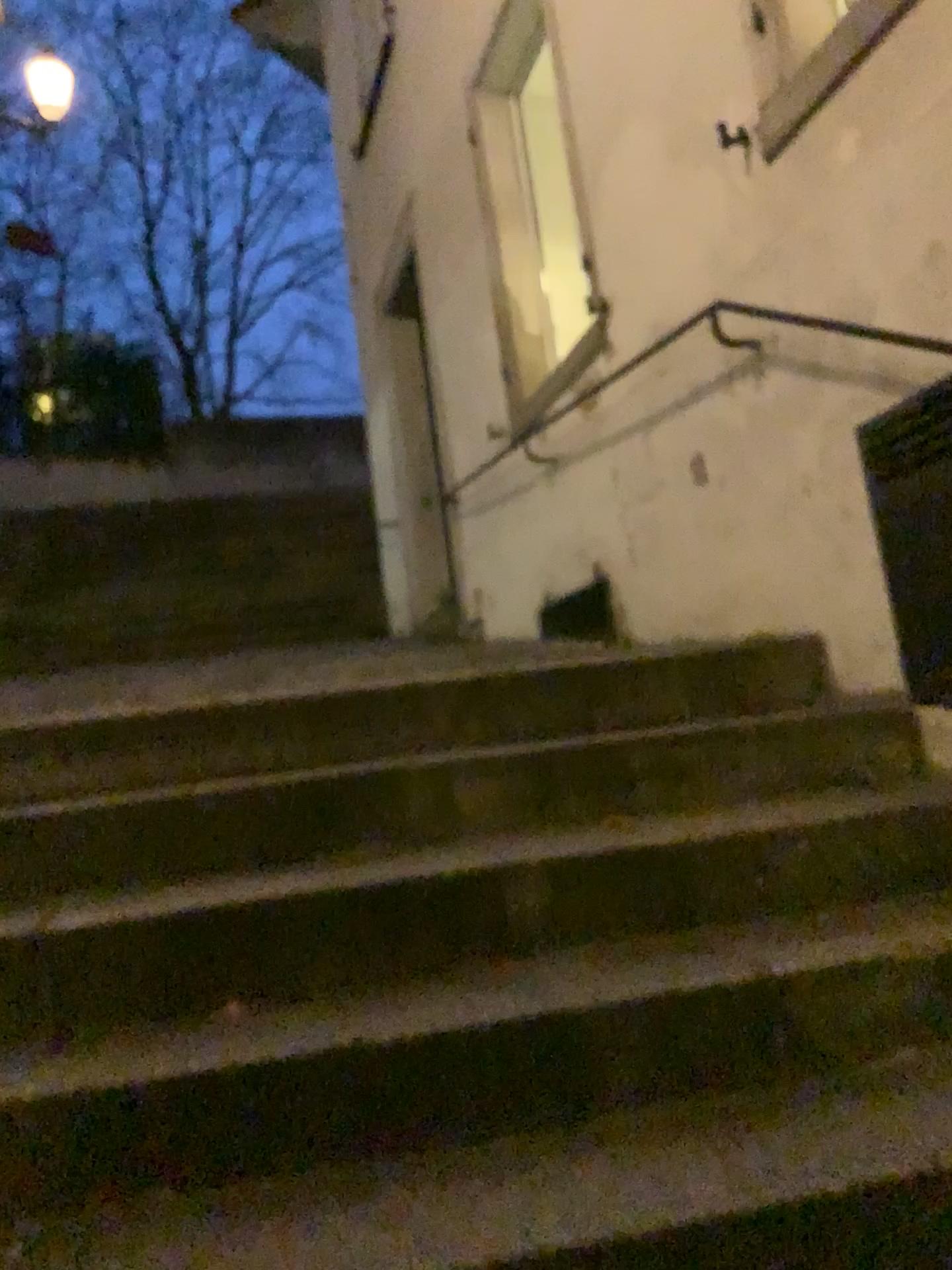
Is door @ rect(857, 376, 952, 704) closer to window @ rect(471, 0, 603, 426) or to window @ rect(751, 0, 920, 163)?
window @ rect(751, 0, 920, 163)

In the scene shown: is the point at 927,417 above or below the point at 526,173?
below

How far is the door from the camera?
2.1m

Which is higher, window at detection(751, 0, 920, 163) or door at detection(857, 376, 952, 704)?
window at detection(751, 0, 920, 163)

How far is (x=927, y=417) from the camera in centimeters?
207cm

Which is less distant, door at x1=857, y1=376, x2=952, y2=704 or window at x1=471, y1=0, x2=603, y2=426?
door at x1=857, y1=376, x2=952, y2=704

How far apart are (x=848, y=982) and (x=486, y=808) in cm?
74

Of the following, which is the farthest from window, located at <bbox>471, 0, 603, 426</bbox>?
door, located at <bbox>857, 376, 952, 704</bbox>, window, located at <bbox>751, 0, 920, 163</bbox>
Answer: door, located at <bbox>857, 376, 952, 704</bbox>

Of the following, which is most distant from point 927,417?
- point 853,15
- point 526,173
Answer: point 526,173
